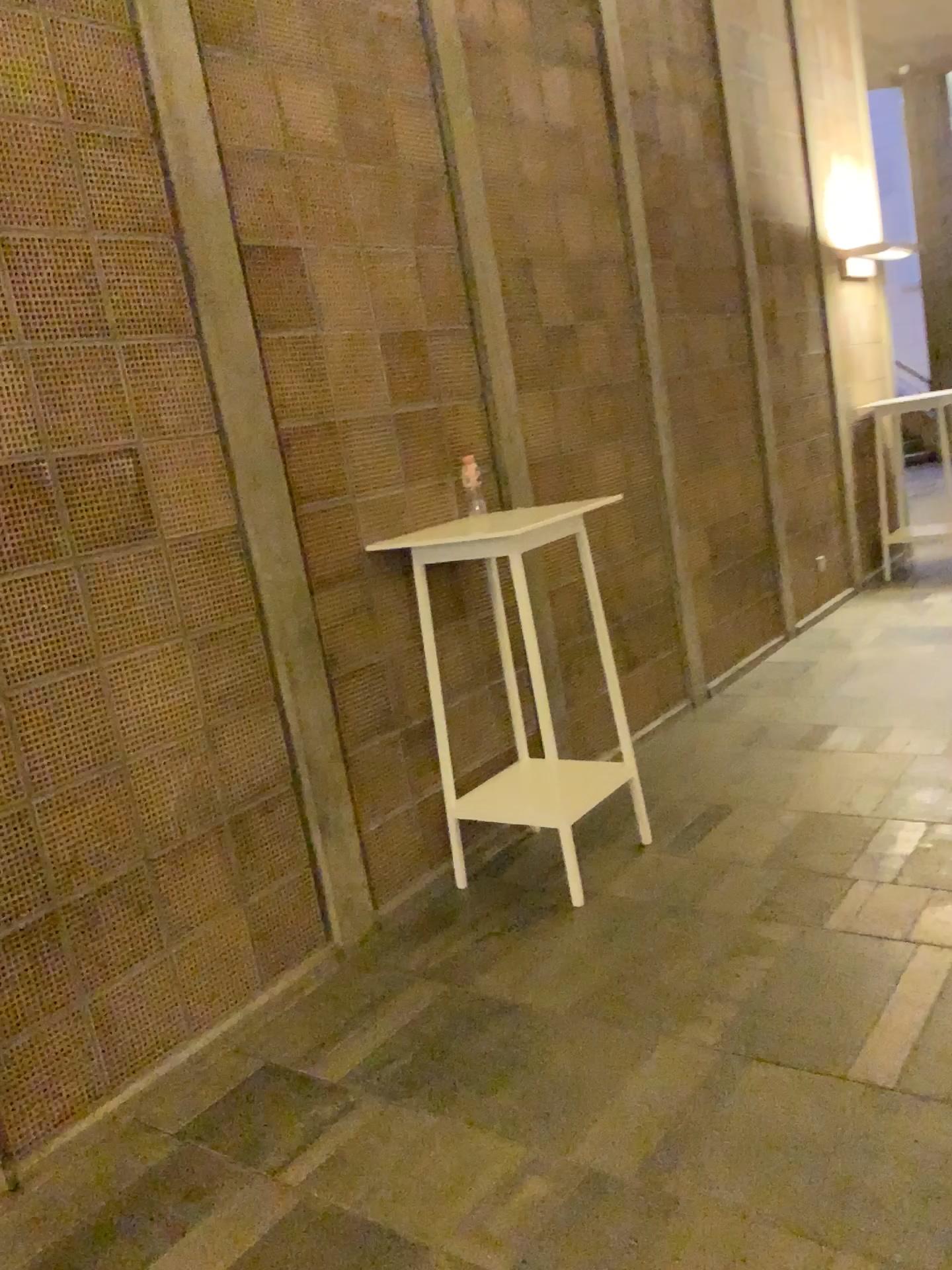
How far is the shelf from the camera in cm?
323

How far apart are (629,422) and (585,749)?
1.46m

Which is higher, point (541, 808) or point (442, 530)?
point (442, 530)

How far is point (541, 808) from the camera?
3.23m
